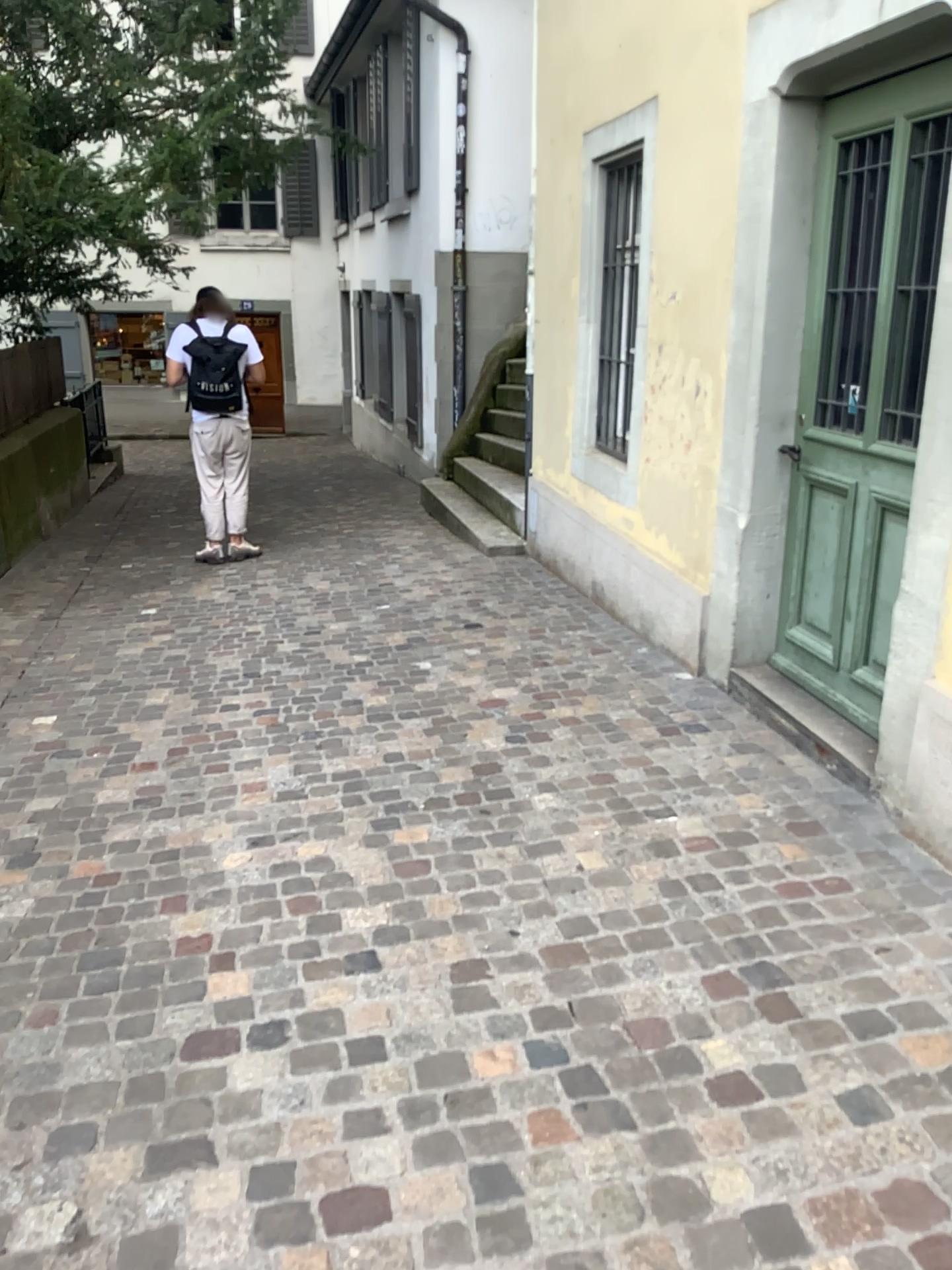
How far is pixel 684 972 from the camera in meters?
2.3
